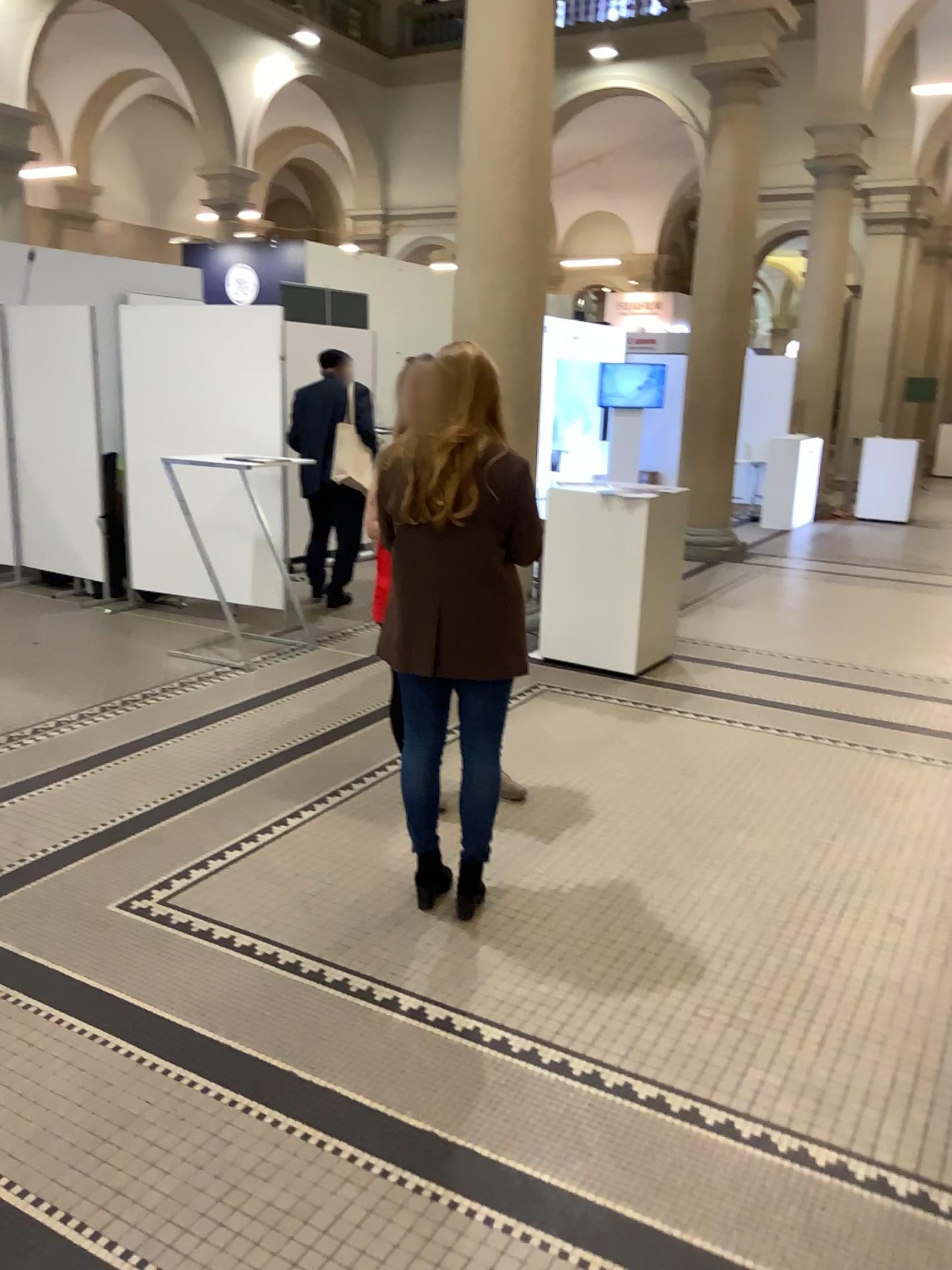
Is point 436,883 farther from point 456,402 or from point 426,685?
point 456,402

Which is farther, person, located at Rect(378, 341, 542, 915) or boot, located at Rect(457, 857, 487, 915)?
boot, located at Rect(457, 857, 487, 915)

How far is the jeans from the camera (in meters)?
3.01

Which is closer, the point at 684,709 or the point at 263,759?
the point at 263,759

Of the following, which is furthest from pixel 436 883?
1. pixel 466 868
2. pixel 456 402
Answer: pixel 456 402

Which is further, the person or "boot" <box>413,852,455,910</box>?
"boot" <box>413,852,455,910</box>

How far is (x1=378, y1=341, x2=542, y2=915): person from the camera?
2.8m

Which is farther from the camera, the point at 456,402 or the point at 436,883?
the point at 436,883
